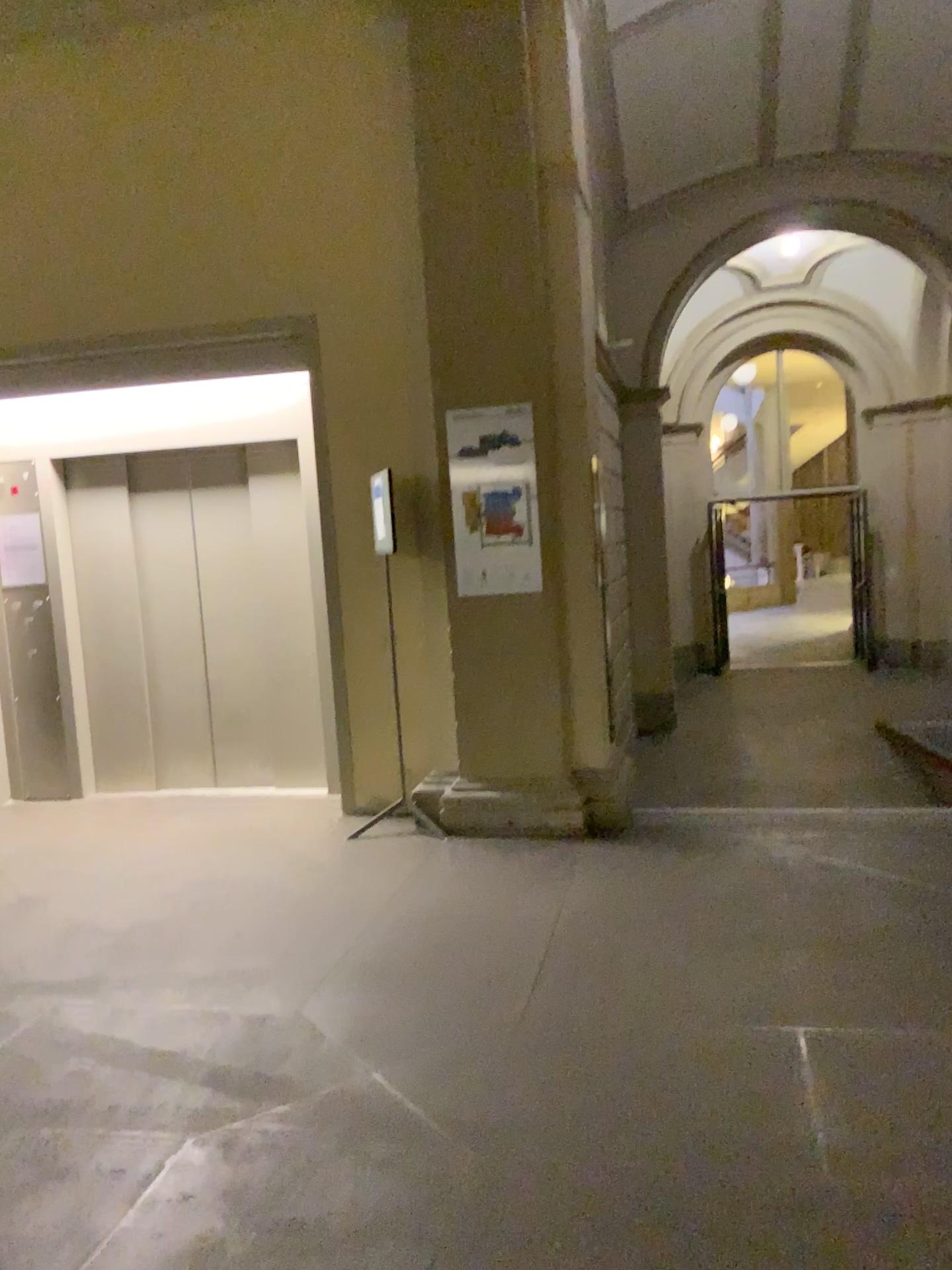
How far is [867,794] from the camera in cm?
513
